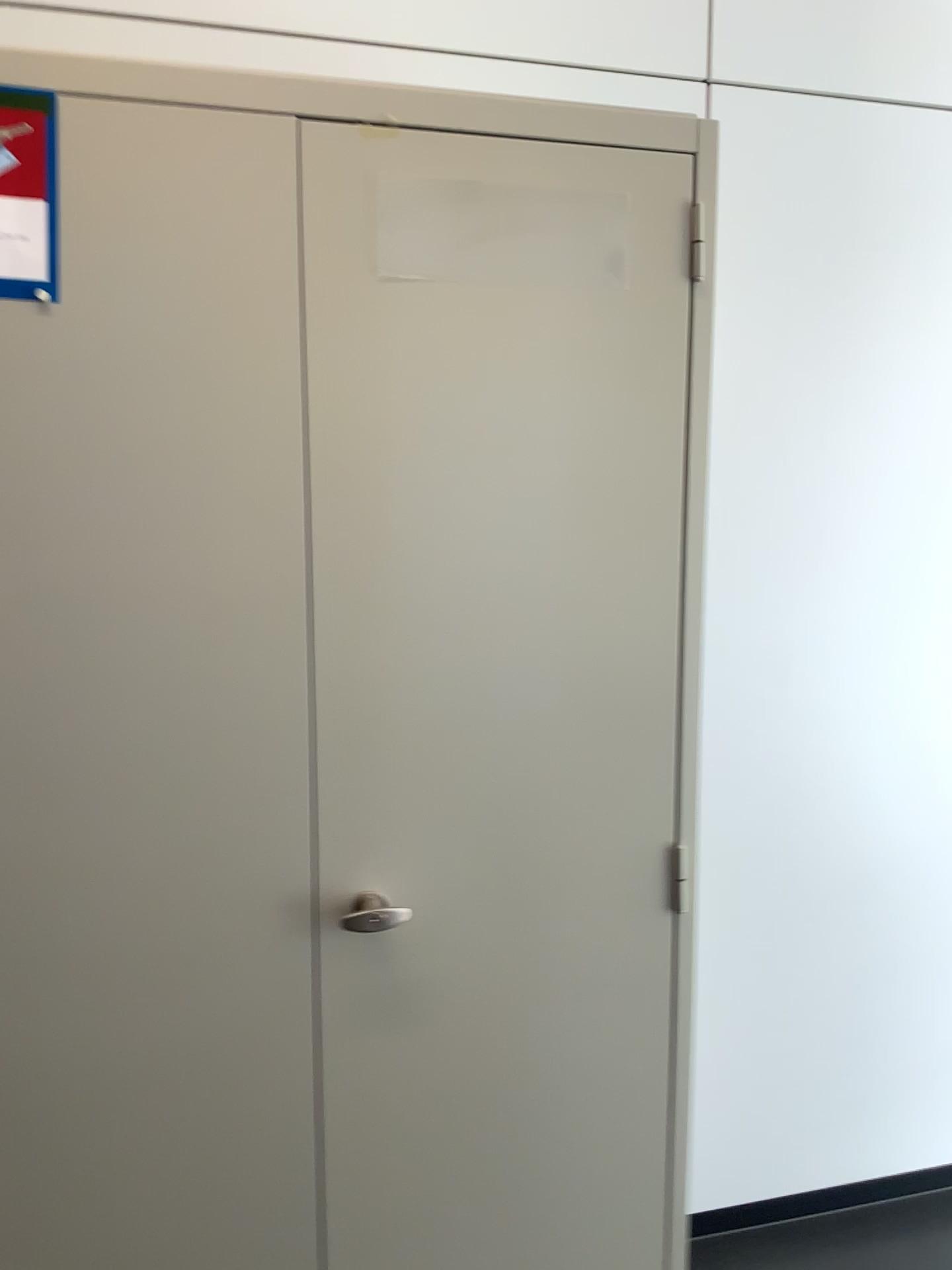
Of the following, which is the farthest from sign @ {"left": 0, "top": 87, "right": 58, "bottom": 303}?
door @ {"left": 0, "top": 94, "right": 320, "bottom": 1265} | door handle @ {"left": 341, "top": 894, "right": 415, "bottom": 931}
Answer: door handle @ {"left": 341, "top": 894, "right": 415, "bottom": 931}

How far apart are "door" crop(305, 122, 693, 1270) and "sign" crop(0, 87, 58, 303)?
0.27m

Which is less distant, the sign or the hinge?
the sign

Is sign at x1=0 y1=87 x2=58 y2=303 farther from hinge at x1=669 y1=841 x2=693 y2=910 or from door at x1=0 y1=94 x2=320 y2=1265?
hinge at x1=669 y1=841 x2=693 y2=910

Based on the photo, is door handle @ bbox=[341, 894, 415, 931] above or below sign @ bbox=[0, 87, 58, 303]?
below

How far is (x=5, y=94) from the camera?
1.08m

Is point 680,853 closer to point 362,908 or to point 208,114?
point 362,908

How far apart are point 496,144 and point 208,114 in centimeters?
32cm

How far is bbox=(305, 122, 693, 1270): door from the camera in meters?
1.2

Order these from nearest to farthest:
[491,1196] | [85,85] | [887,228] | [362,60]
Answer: [85,85]
[491,1196]
[362,60]
[887,228]
